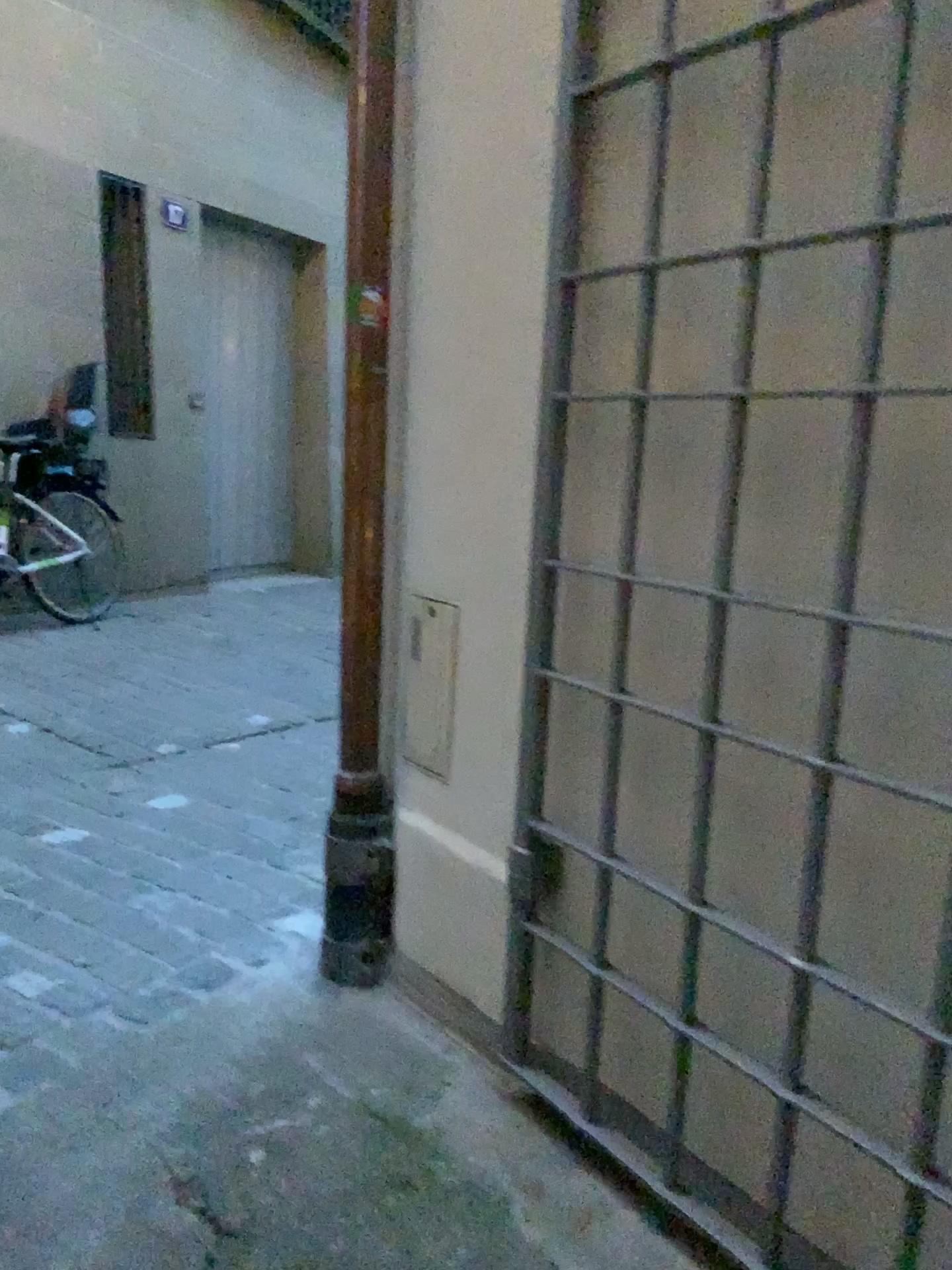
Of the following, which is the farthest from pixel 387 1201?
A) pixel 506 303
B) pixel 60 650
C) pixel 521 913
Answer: pixel 60 650
